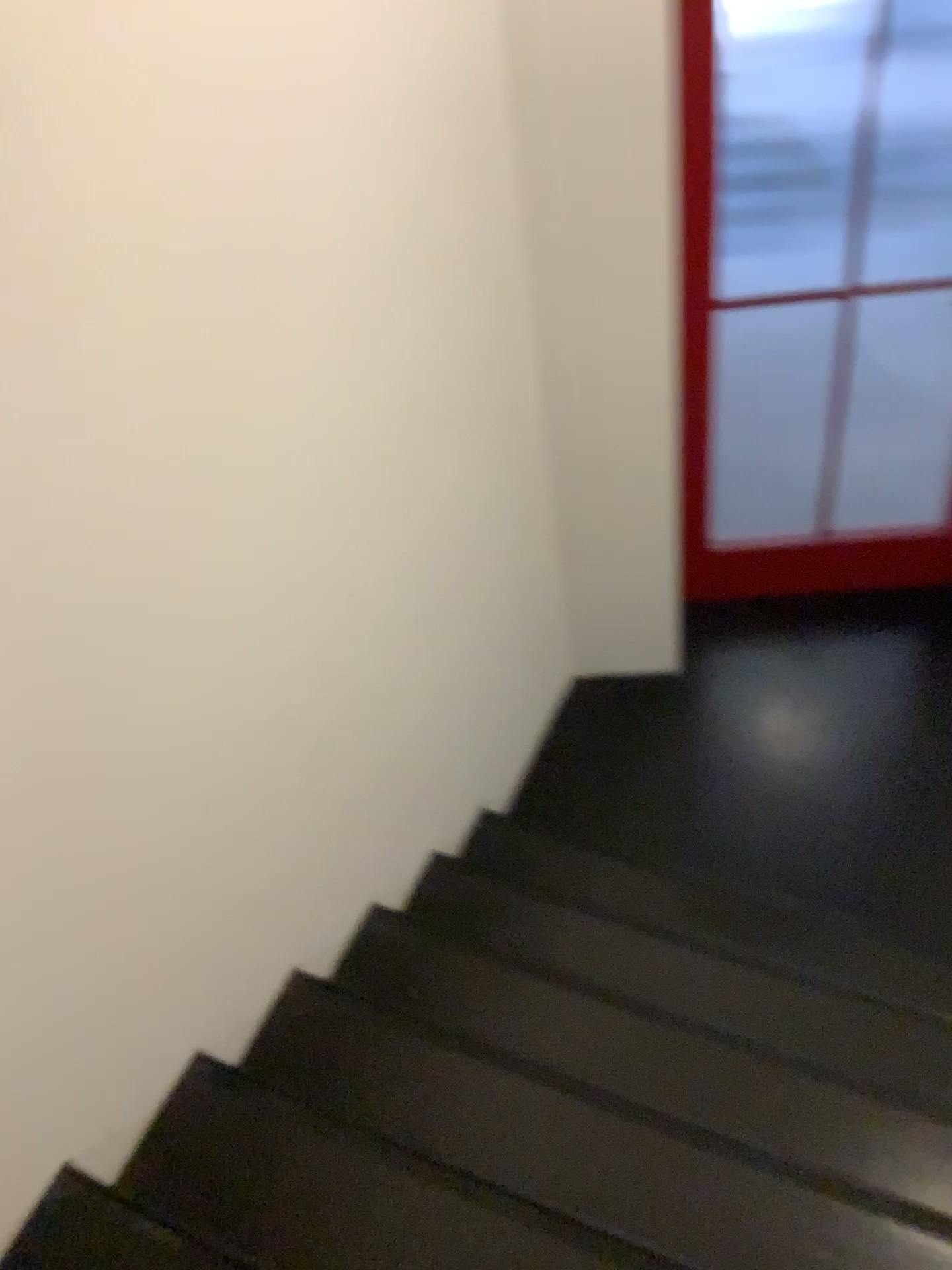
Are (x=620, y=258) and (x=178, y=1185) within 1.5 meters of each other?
no
